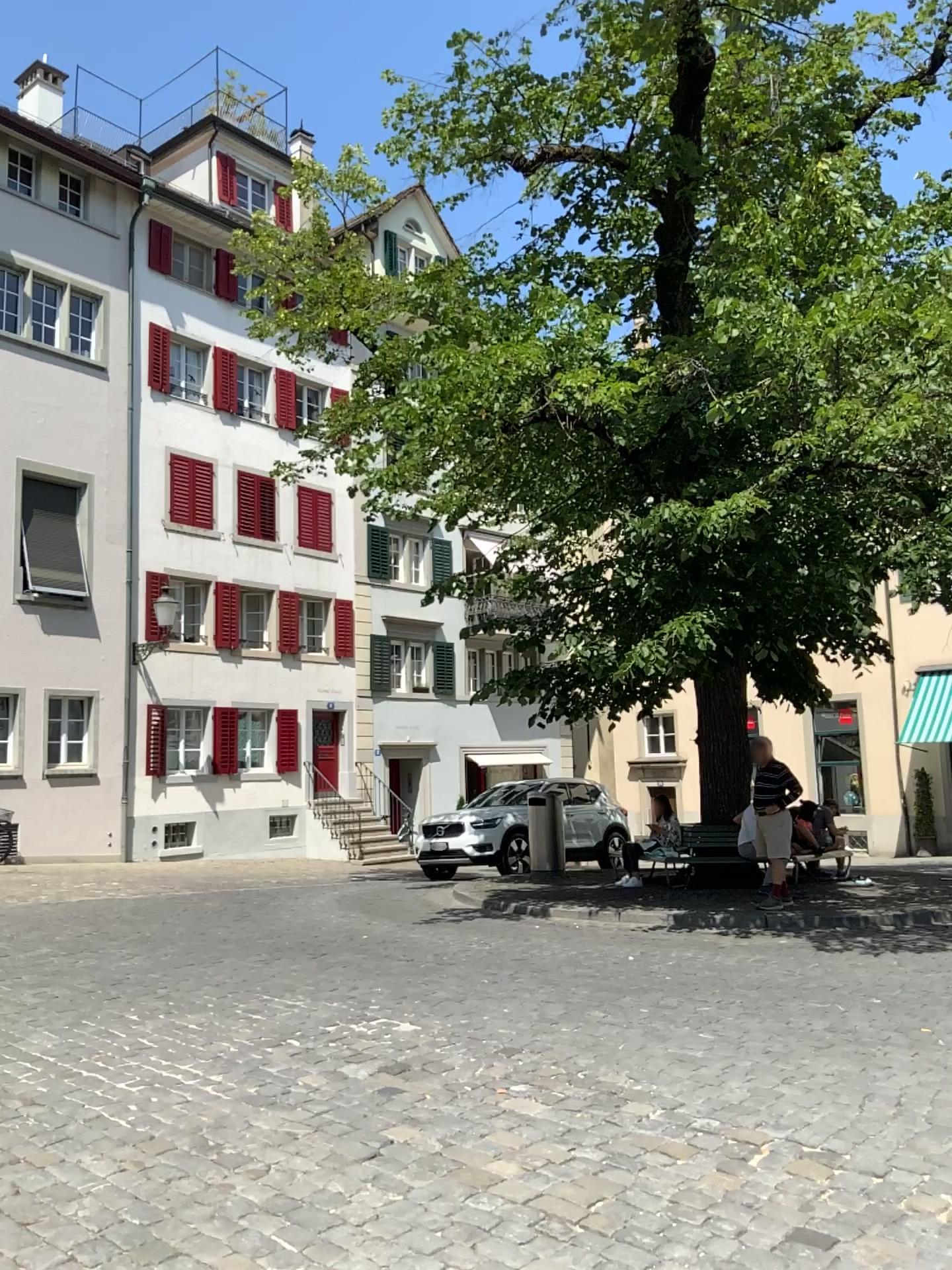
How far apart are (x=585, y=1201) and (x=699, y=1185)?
0.4 meters
